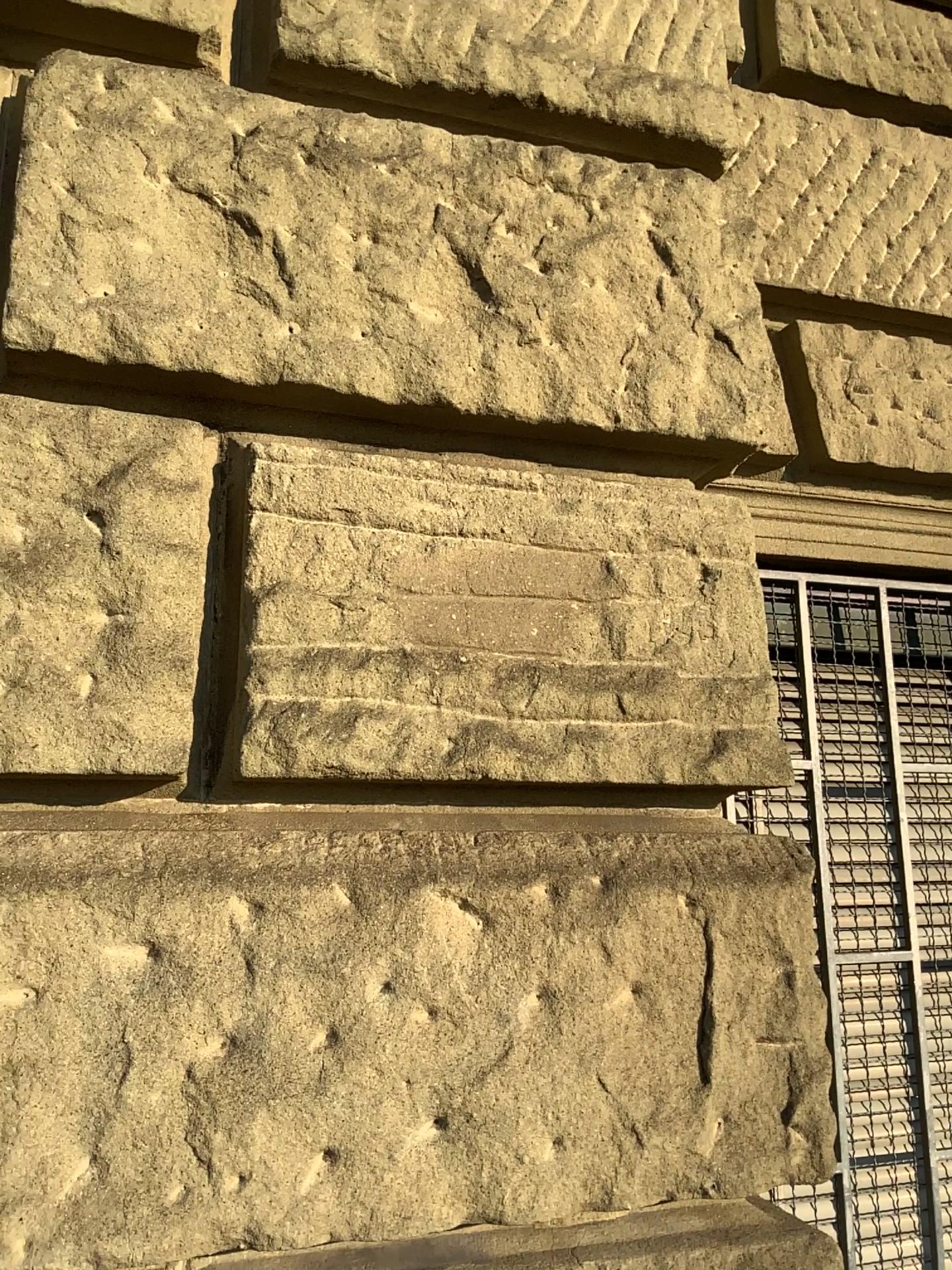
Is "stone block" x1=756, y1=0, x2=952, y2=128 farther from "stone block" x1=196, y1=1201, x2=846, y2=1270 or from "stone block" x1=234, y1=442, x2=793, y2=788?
"stone block" x1=196, y1=1201, x2=846, y2=1270

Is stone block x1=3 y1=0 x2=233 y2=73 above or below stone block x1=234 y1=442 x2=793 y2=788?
above

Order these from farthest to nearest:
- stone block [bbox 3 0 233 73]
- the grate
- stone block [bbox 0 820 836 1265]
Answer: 1. the grate
2. stone block [bbox 3 0 233 73]
3. stone block [bbox 0 820 836 1265]

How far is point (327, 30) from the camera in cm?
156

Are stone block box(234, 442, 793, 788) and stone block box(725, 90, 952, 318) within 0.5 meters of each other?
no

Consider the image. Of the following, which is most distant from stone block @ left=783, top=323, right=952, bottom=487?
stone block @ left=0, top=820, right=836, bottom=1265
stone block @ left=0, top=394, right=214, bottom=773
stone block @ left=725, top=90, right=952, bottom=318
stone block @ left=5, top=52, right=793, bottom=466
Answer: stone block @ left=0, top=394, right=214, bottom=773

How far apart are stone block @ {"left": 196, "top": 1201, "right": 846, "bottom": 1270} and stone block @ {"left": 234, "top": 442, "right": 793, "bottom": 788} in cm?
51

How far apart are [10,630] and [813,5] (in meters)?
2.09

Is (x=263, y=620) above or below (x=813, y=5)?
below

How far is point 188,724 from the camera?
1.3m
